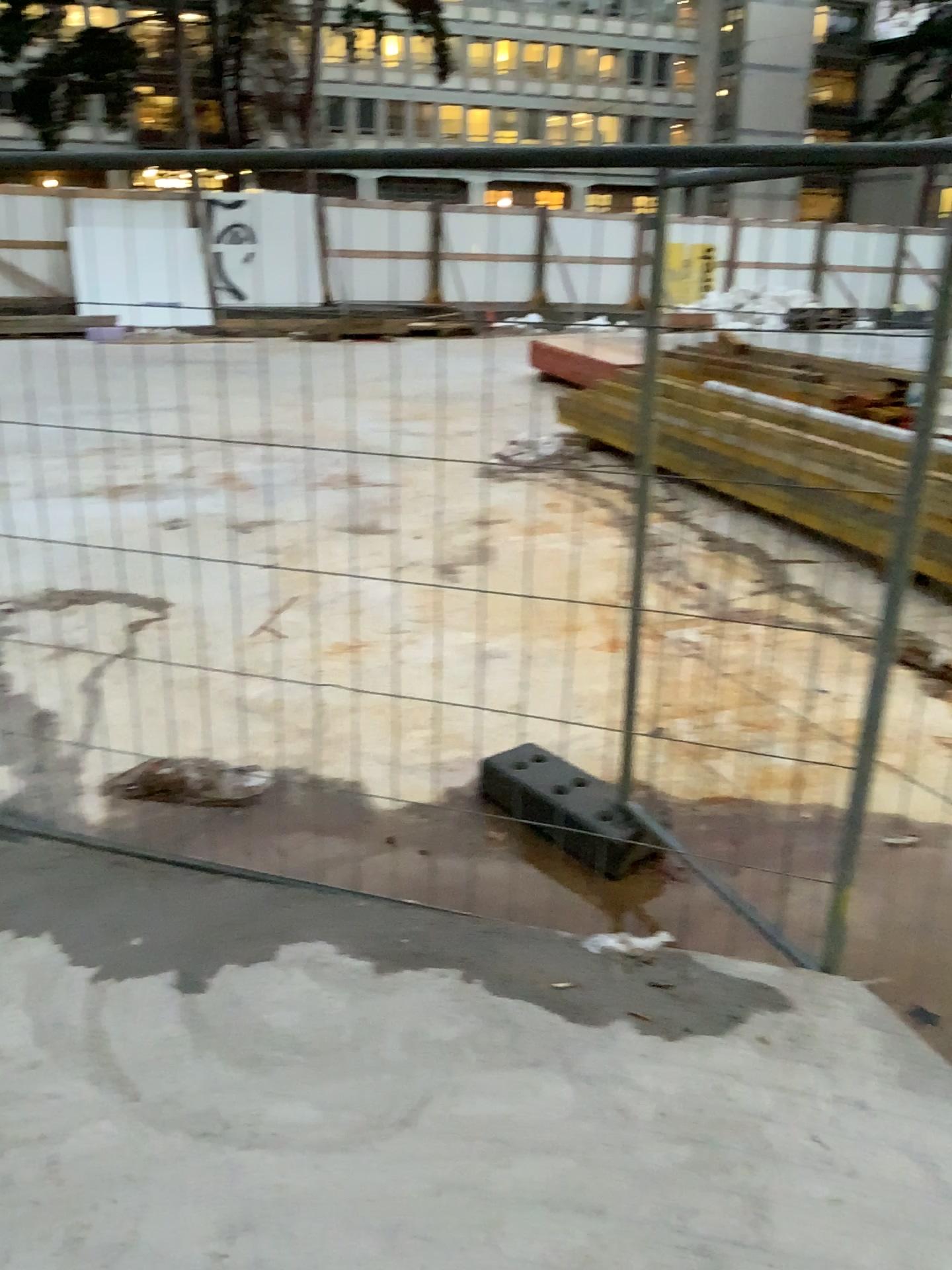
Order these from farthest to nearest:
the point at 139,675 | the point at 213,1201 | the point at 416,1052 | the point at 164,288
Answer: the point at 139,675, the point at 164,288, the point at 416,1052, the point at 213,1201
